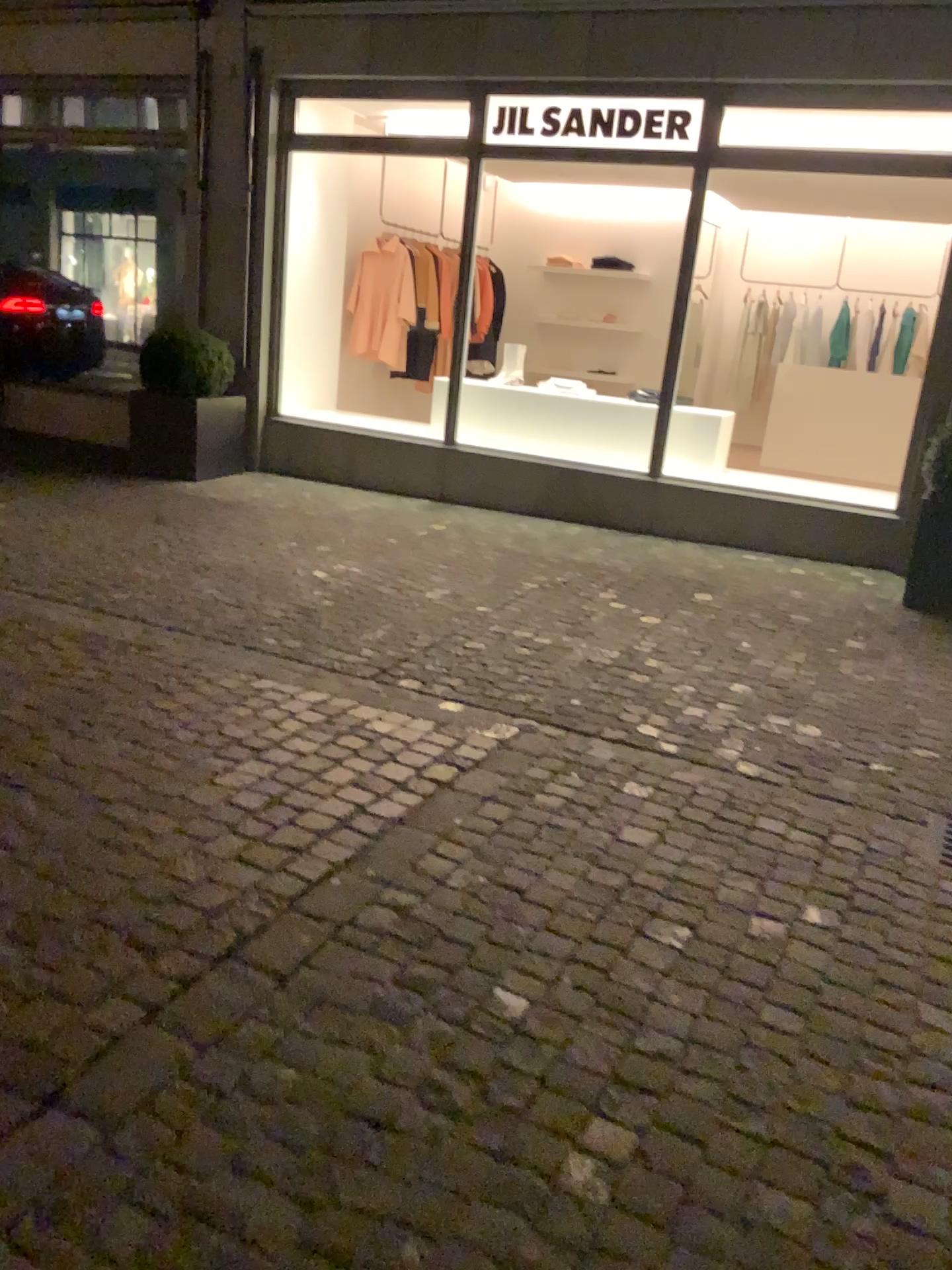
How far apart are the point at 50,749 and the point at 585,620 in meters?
2.6 m
